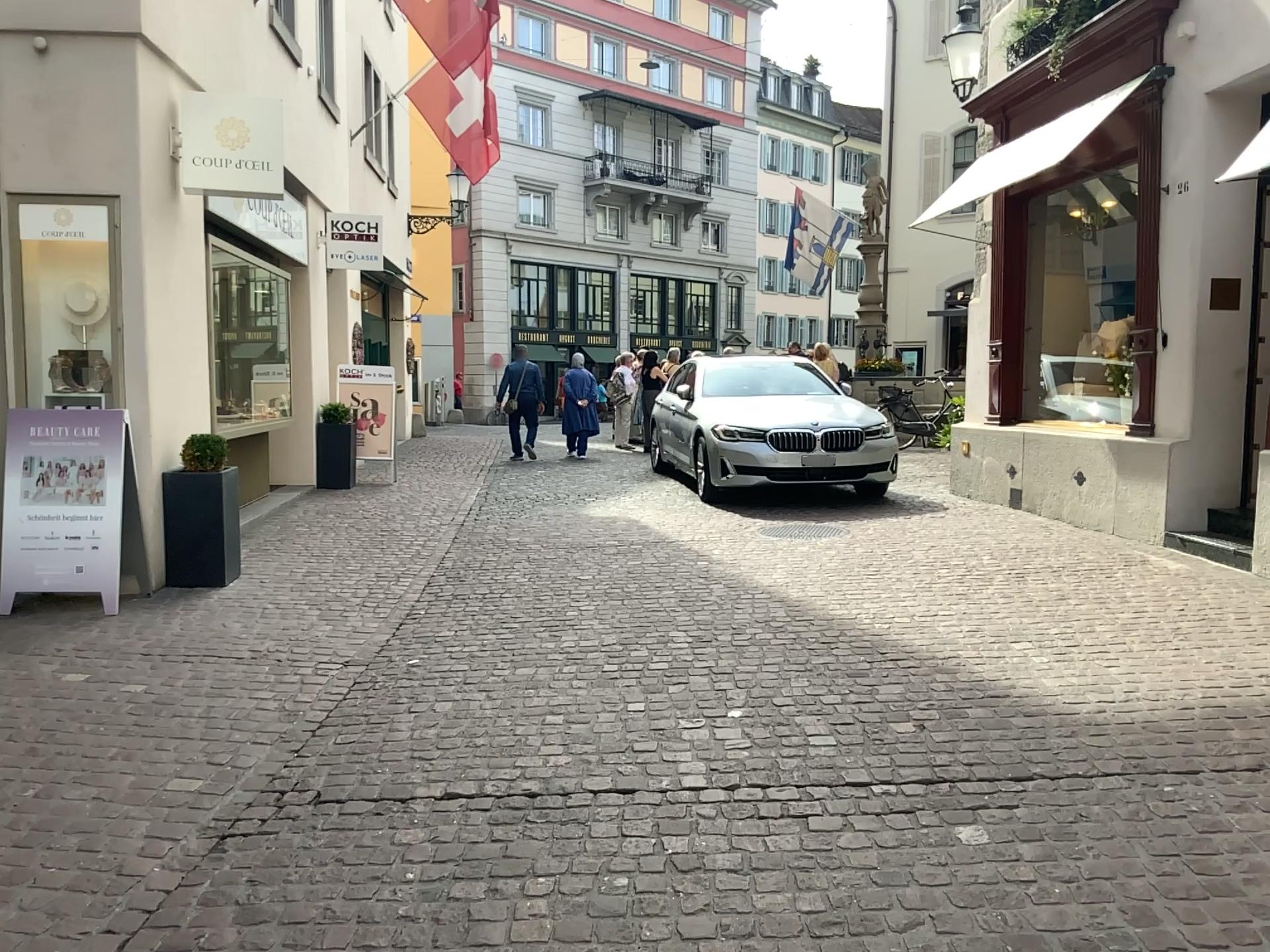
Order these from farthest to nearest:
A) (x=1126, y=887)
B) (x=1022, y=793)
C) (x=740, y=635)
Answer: (x=740, y=635)
(x=1022, y=793)
(x=1126, y=887)
